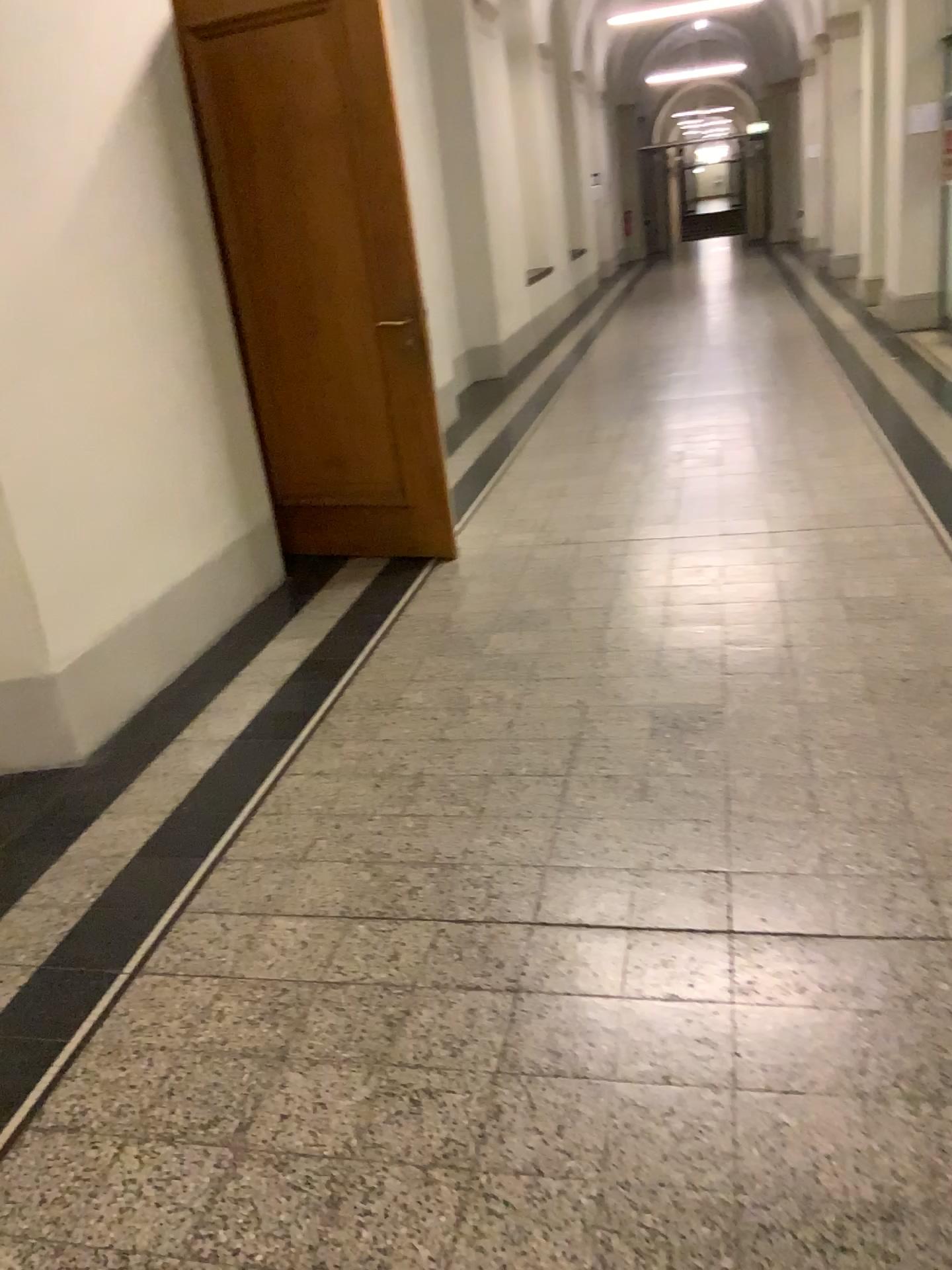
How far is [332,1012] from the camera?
2.0m
